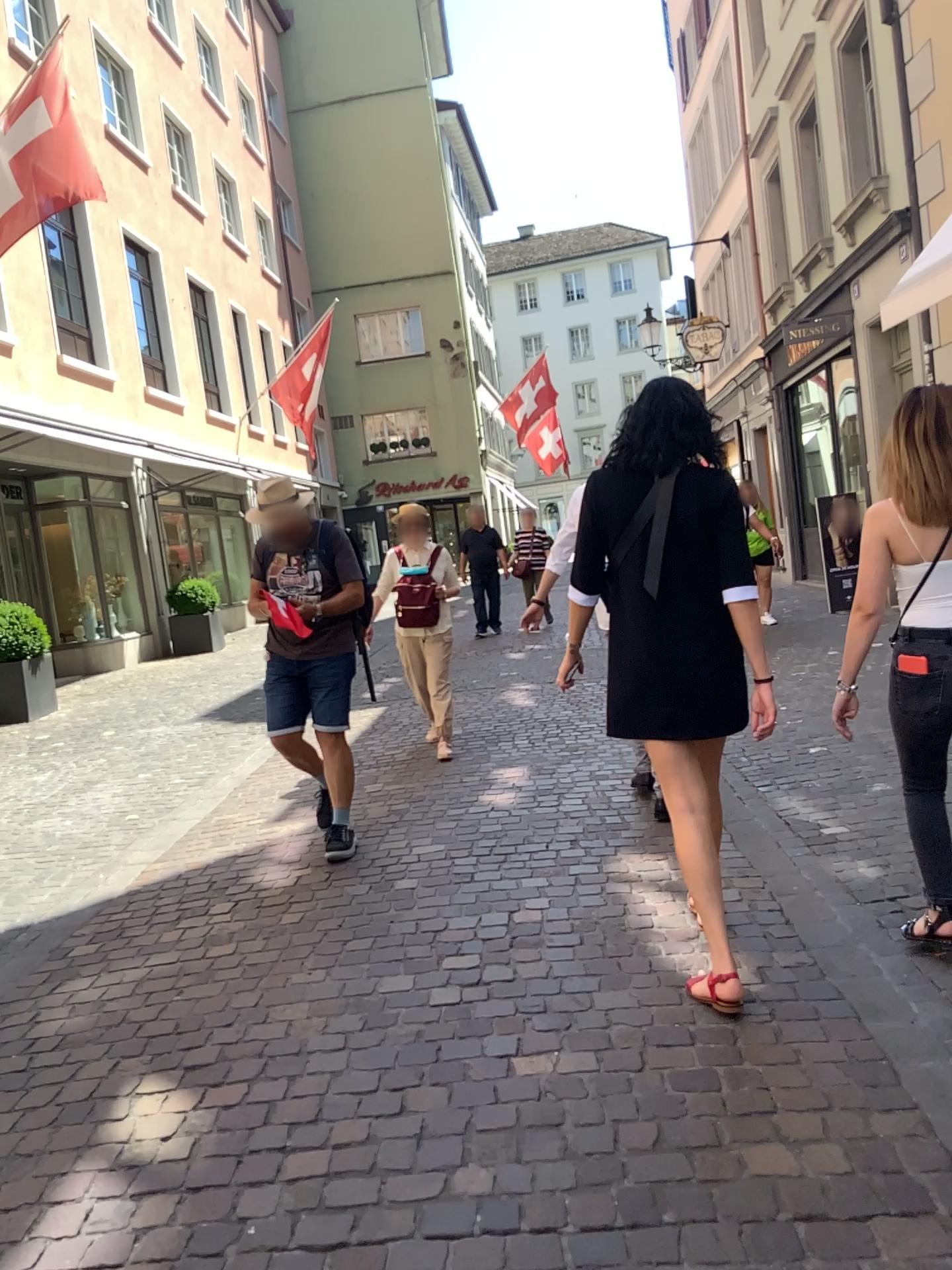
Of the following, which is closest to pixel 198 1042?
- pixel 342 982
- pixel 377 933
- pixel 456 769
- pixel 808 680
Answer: pixel 342 982
